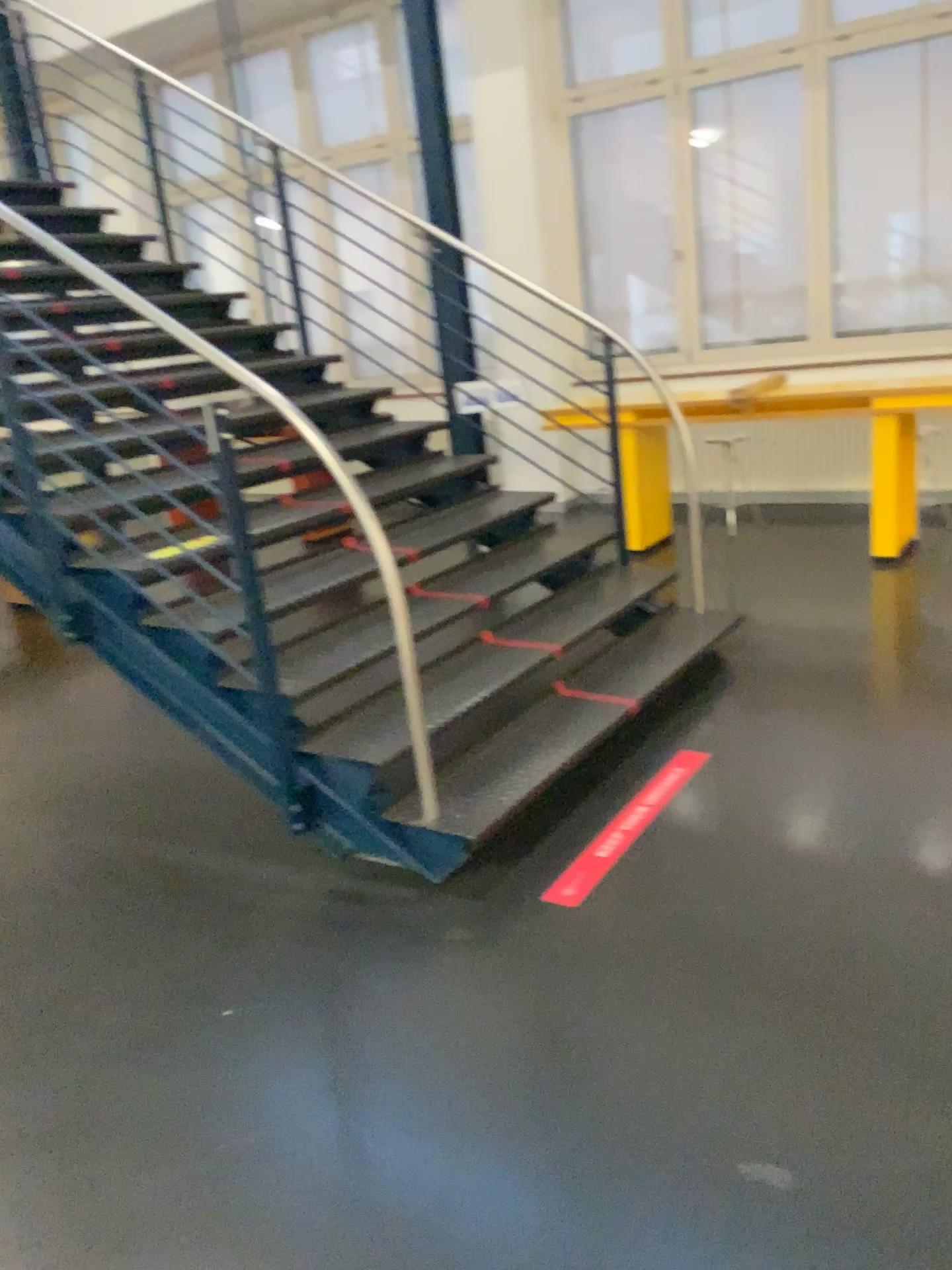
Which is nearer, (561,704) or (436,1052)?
(436,1052)
